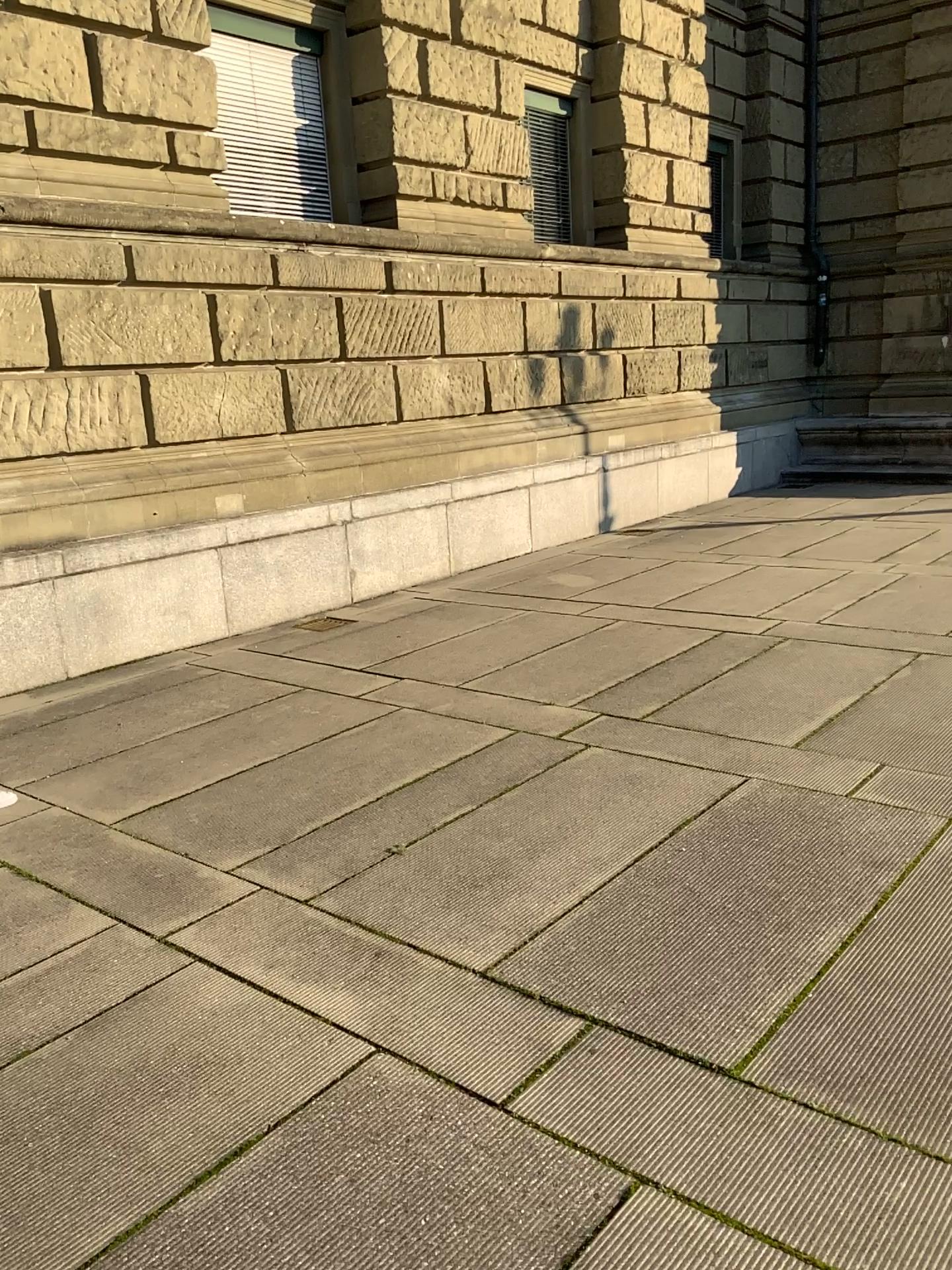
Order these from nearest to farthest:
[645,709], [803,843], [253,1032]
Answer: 1. [253,1032]
2. [803,843]
3. [645,709]
